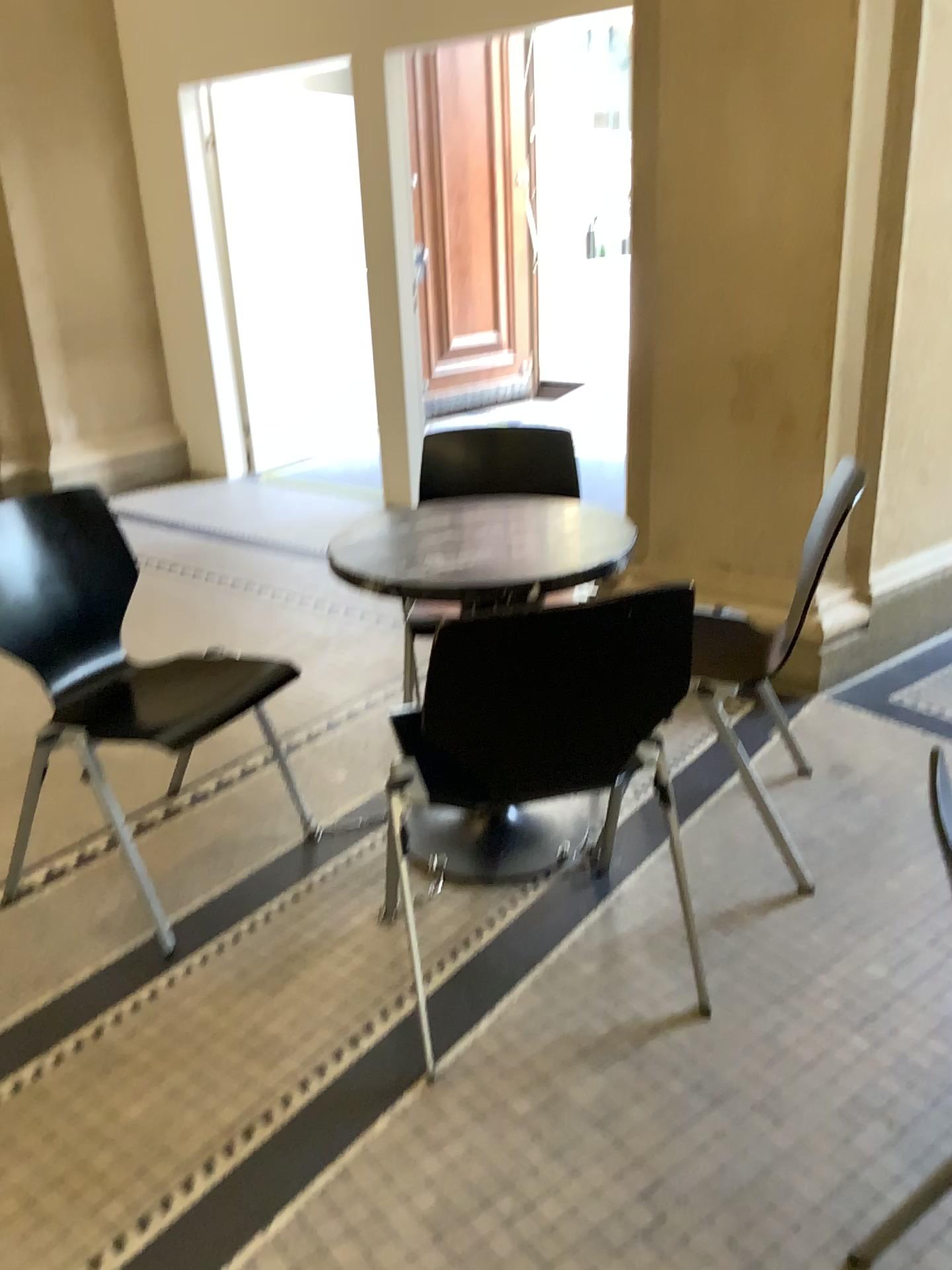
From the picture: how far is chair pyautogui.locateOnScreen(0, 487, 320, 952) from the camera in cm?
220

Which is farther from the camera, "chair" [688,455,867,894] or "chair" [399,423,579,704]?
"chair" [399,423,579,704]

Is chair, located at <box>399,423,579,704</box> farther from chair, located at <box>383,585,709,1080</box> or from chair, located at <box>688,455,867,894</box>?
chair, located at <box>383,585,709,1080</box>

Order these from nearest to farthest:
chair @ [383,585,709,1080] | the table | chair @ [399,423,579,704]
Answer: chair @ [383,585,709,1080], the table, chair @ [399,423,579,704]

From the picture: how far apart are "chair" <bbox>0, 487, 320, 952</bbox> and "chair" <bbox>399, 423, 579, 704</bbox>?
0.6m

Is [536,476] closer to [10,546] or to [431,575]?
[431,575]

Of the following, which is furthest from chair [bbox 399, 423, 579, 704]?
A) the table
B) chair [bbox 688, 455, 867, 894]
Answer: chair [bbox 688, 455, 867, 894]

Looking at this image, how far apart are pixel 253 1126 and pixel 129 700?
1.0 meters

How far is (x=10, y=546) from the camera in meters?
2.2 m

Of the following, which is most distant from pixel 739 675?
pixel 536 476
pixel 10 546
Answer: pixel 10 546
